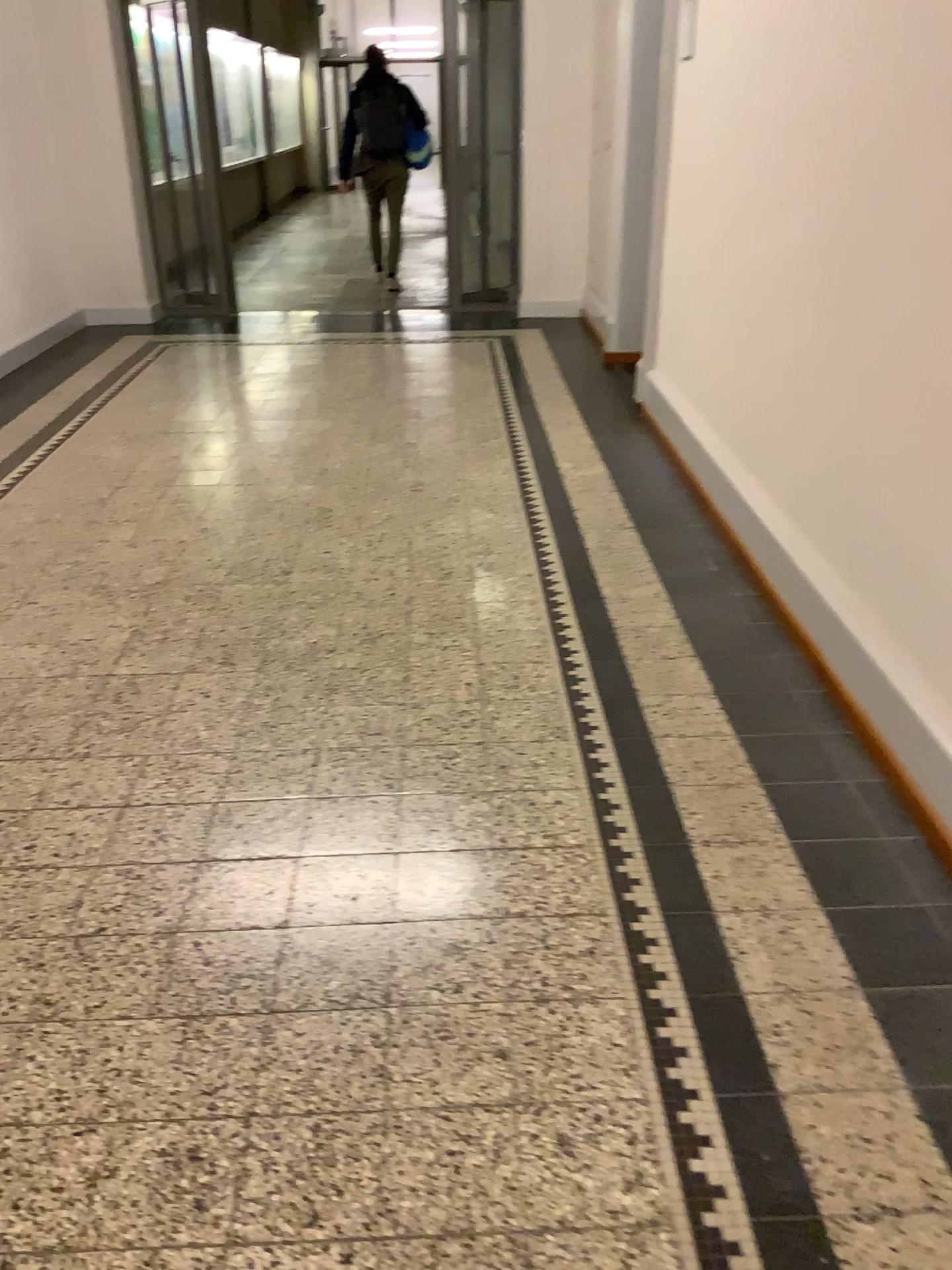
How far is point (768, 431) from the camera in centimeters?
320cm
